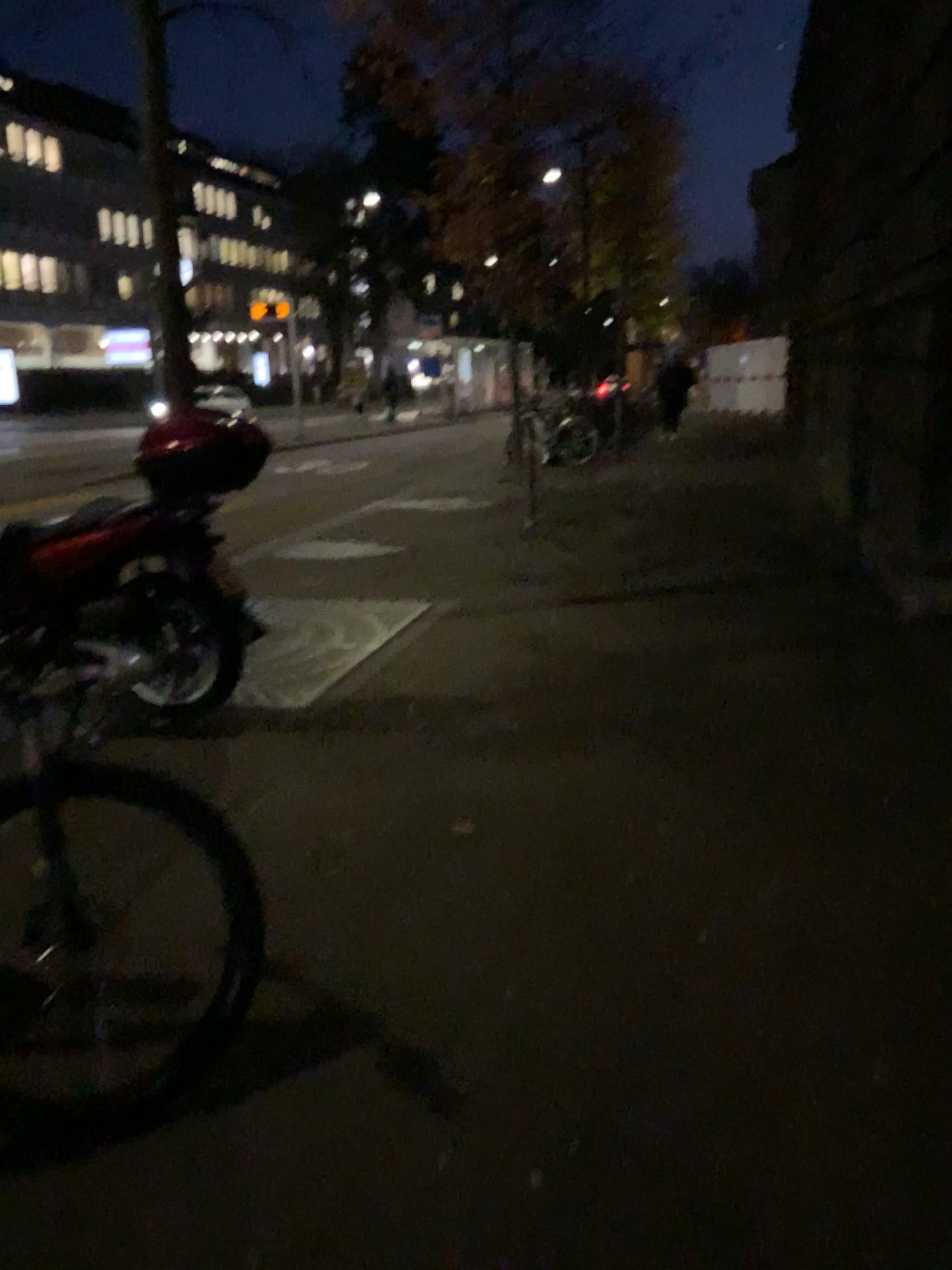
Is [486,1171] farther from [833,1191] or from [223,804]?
[223,804]
